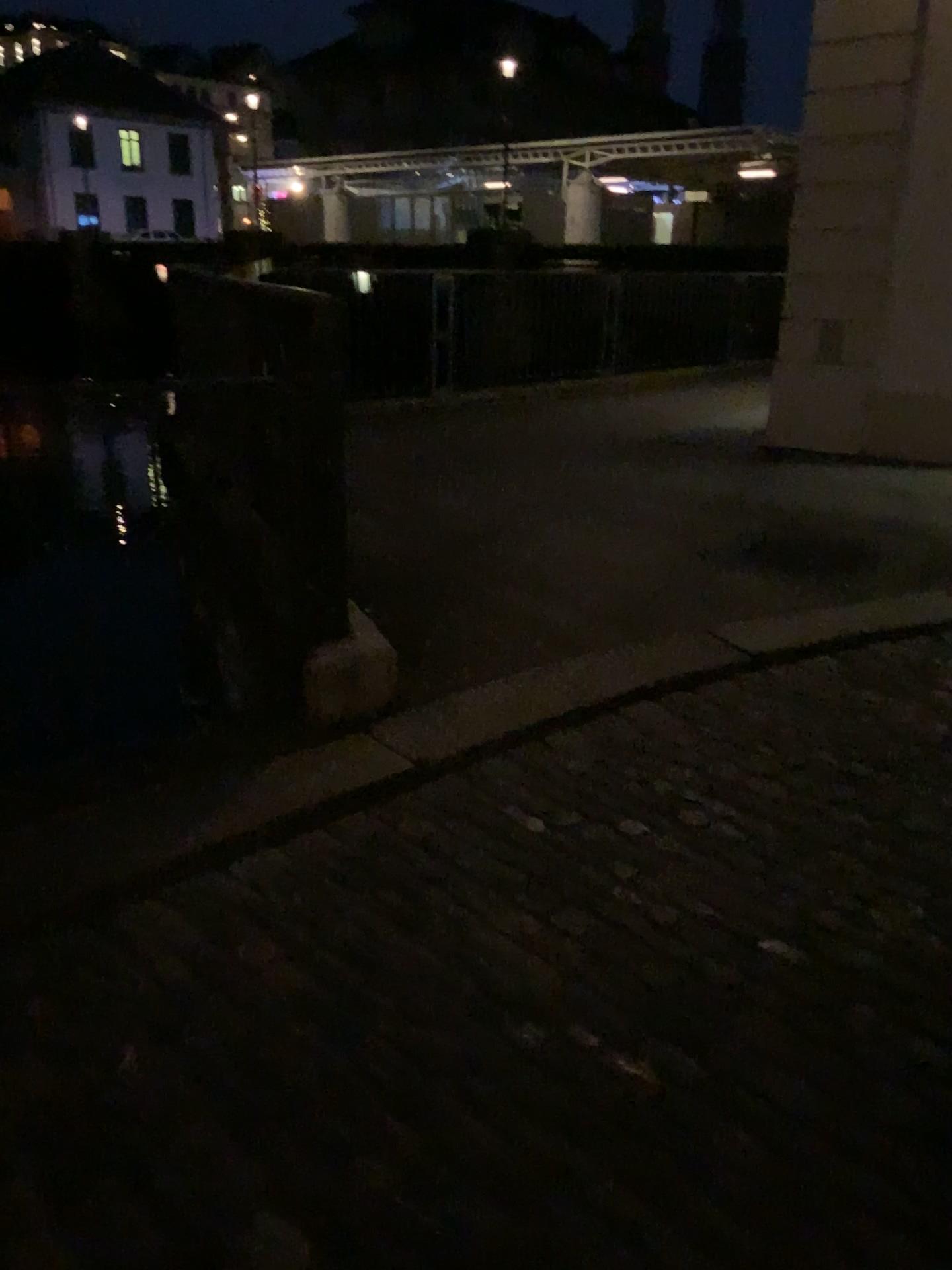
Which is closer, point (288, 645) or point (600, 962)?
point (600, 962)
